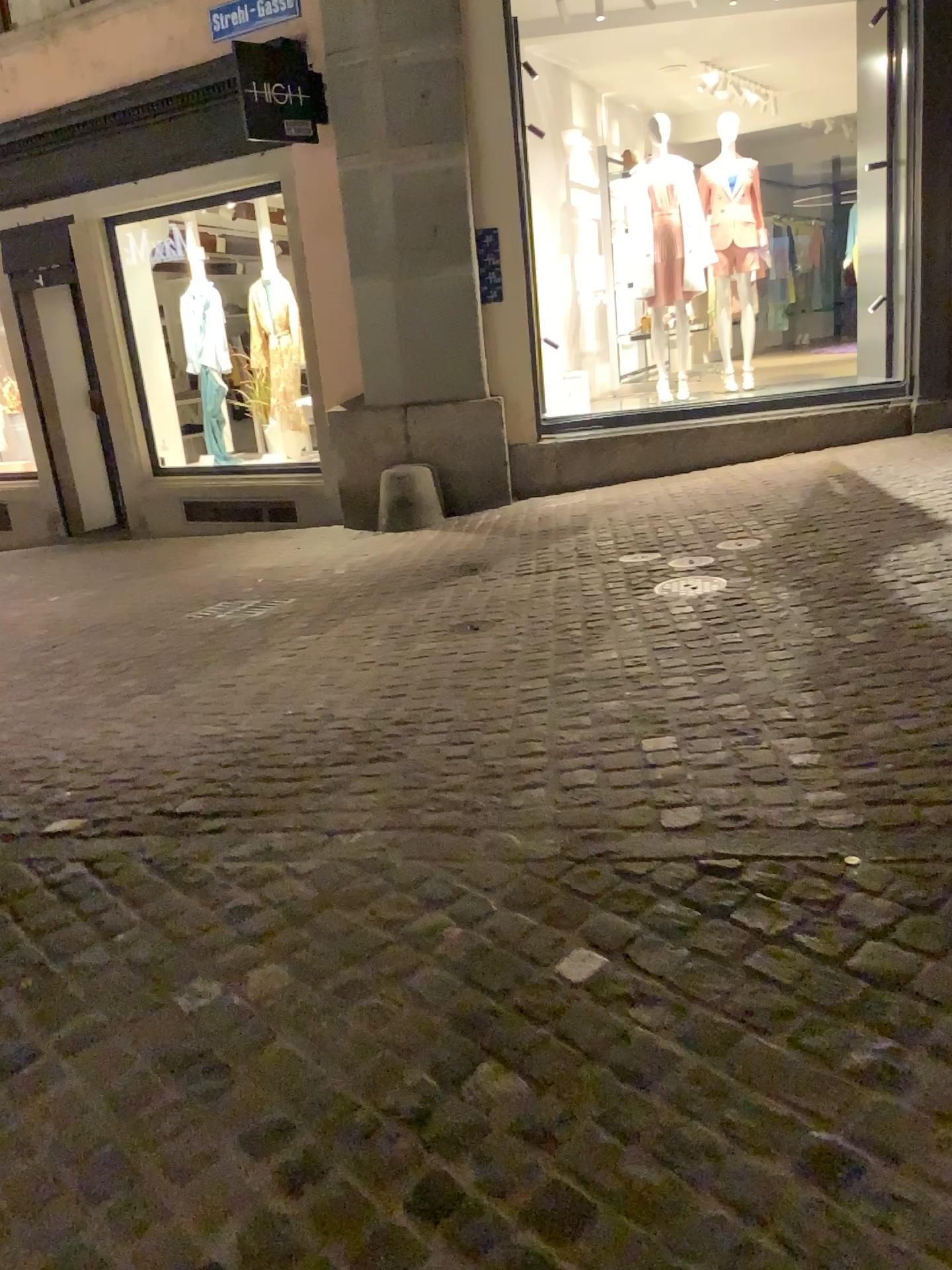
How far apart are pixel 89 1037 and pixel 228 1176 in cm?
51
